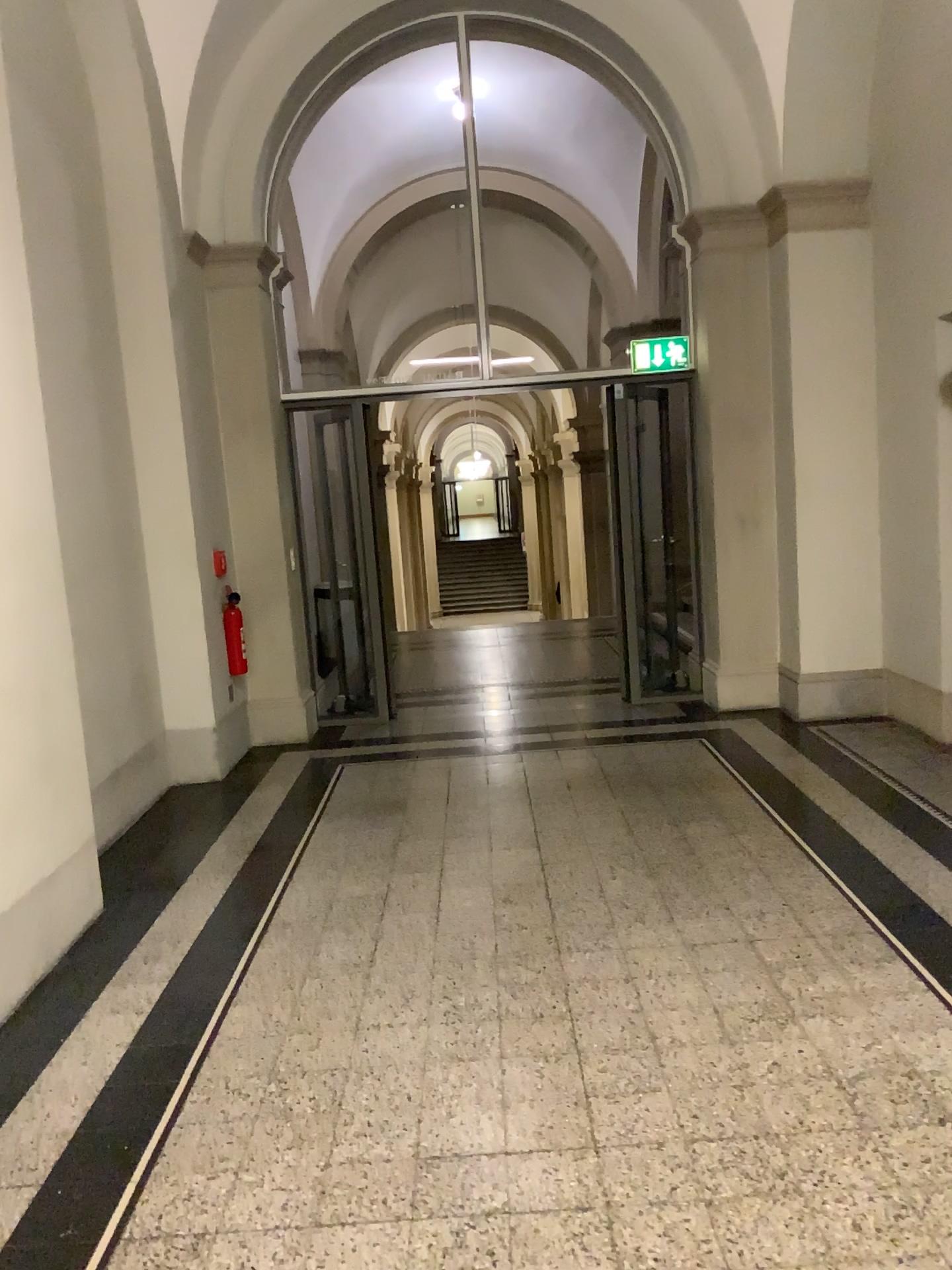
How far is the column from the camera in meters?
3.3

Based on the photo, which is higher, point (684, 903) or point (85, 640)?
point (85, 640)

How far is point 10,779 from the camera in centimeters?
335cm
